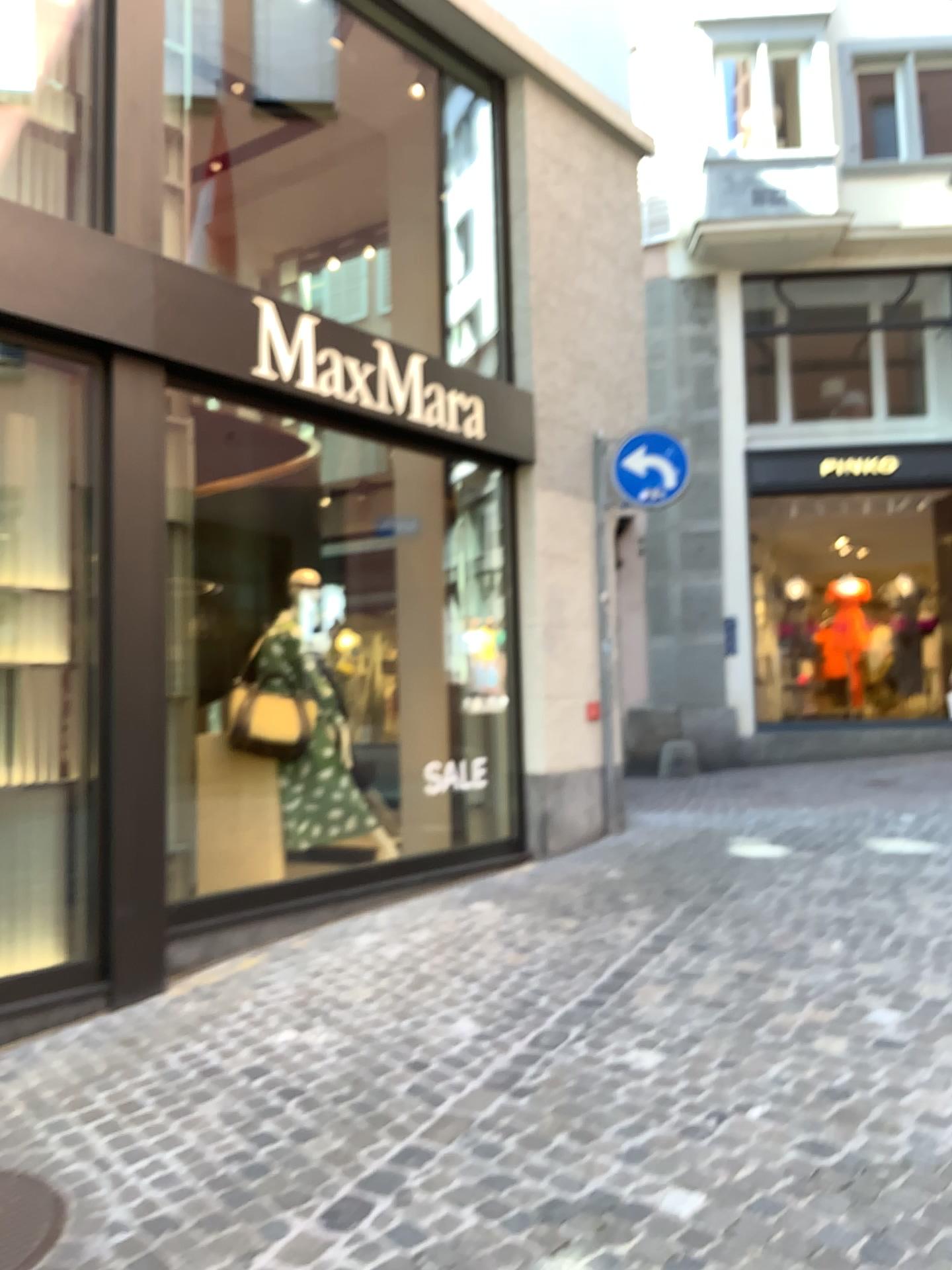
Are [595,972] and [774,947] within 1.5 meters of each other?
yes

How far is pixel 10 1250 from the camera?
2.7m

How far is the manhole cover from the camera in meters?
2.7
